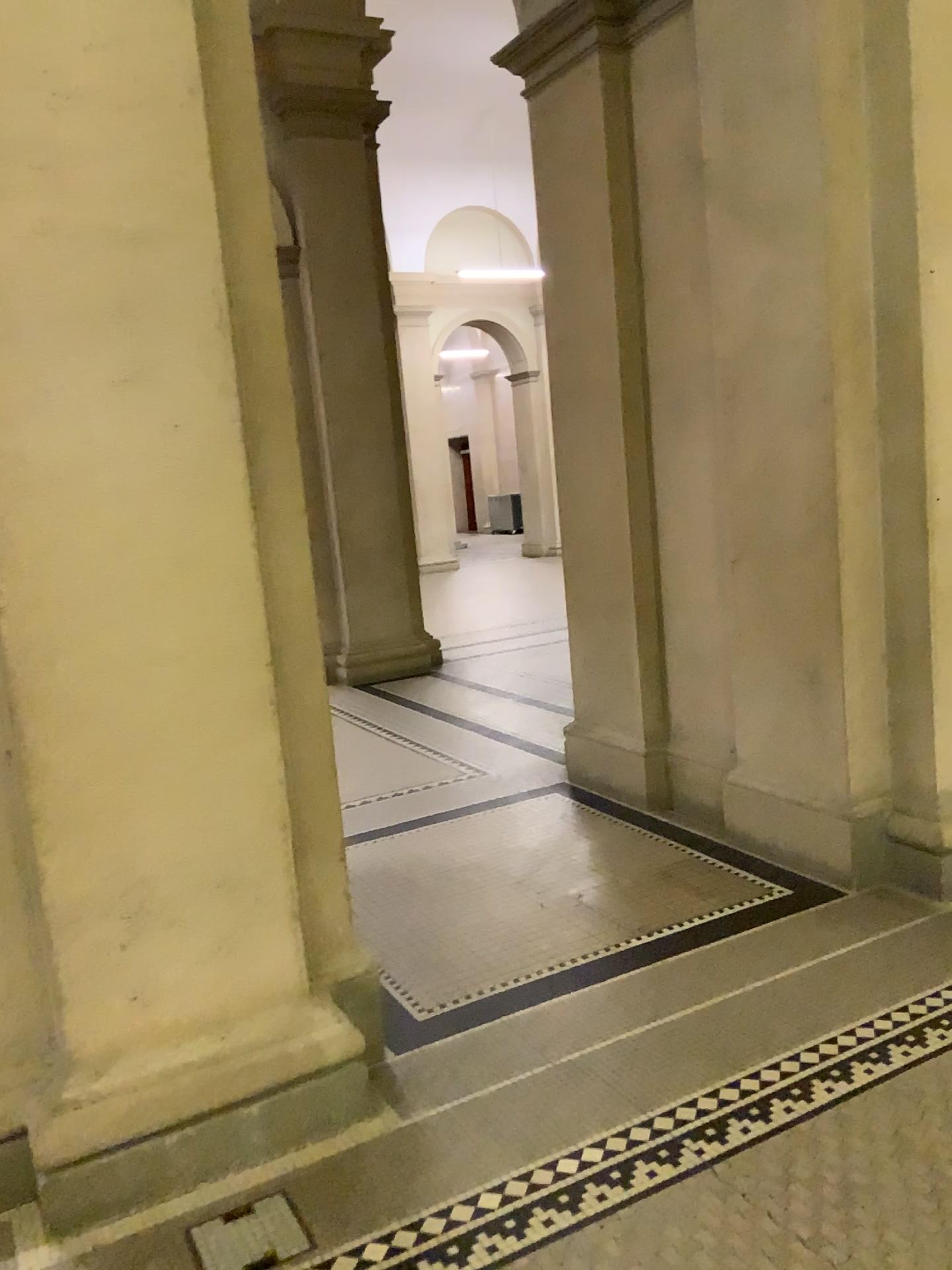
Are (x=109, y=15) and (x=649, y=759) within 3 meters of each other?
no

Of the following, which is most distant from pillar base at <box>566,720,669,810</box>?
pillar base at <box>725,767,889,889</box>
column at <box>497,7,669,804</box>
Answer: pillar base at <box>725,767,889,889</box>

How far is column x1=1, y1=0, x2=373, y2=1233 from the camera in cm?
207

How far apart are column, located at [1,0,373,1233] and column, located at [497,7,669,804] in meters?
2.1 m

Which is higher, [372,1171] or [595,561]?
[595,561]

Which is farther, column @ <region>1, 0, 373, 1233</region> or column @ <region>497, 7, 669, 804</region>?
column @ <region>497, 7, 669, 804</region>

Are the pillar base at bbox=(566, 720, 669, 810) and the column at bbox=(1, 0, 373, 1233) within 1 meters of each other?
no

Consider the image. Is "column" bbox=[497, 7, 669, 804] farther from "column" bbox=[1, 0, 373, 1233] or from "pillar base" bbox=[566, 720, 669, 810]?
"column" bbox=[1, 0, 373, 1233]

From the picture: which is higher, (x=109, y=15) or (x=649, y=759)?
(x=109, y=15)

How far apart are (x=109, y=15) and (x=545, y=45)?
2.6 meters
